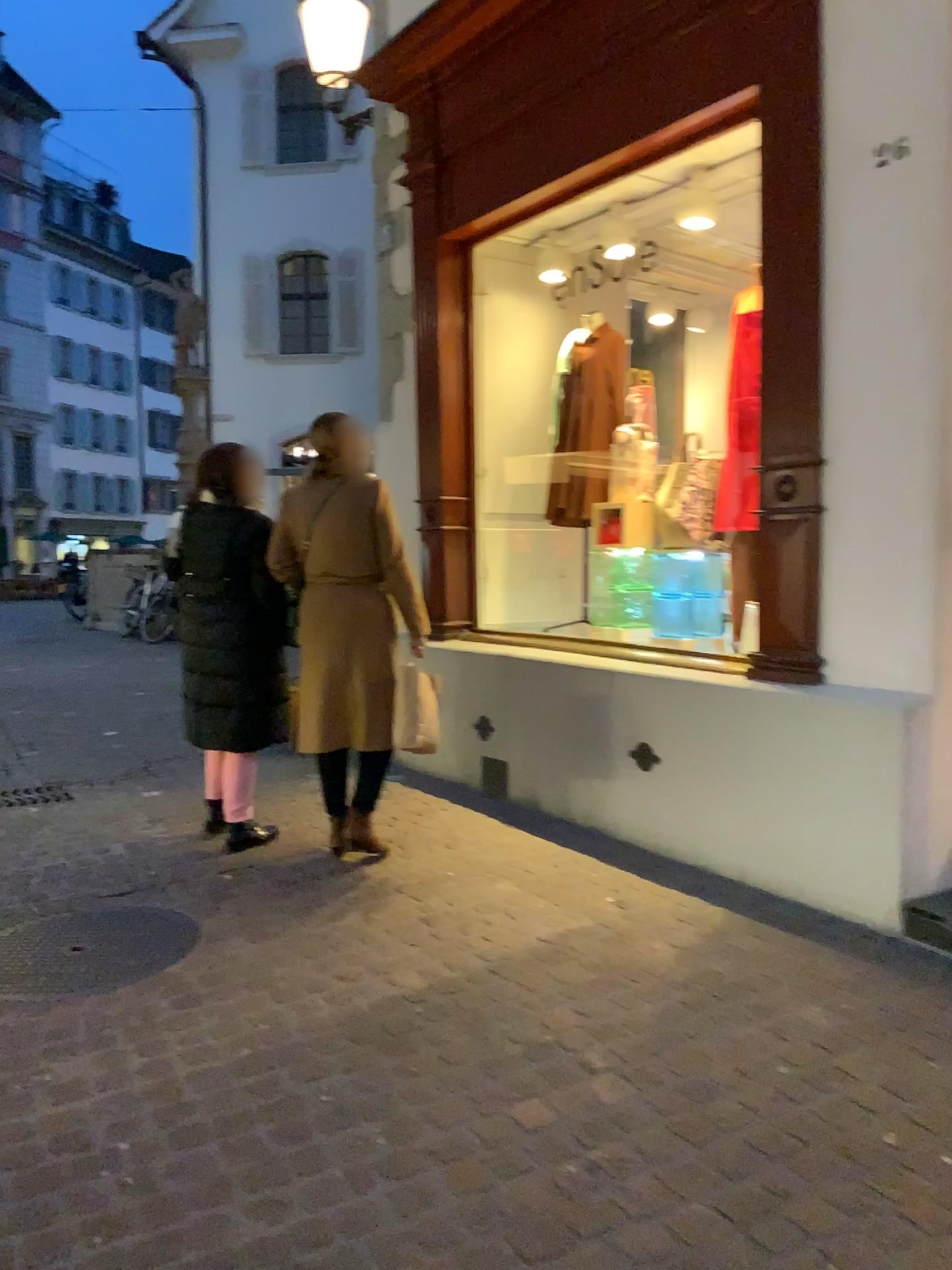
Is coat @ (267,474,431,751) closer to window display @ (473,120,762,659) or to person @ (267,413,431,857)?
person @ (267,413,431,857)

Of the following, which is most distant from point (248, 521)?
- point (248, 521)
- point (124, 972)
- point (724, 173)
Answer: point (724, 173)

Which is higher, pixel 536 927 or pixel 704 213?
pixel 704 213

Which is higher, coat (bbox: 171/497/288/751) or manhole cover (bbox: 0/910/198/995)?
coat (bbox: 171/497/288/751)

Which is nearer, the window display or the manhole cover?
the manhole cover

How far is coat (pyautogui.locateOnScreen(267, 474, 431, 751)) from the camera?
3.9 meters

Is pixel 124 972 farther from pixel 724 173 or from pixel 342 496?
pixel 724 173

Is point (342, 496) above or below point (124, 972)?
above

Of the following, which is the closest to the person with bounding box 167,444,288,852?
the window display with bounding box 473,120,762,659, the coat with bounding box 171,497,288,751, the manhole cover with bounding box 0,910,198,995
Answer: the coat with bounding box 171,497,288,751

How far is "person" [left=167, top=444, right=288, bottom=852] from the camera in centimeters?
402cm
